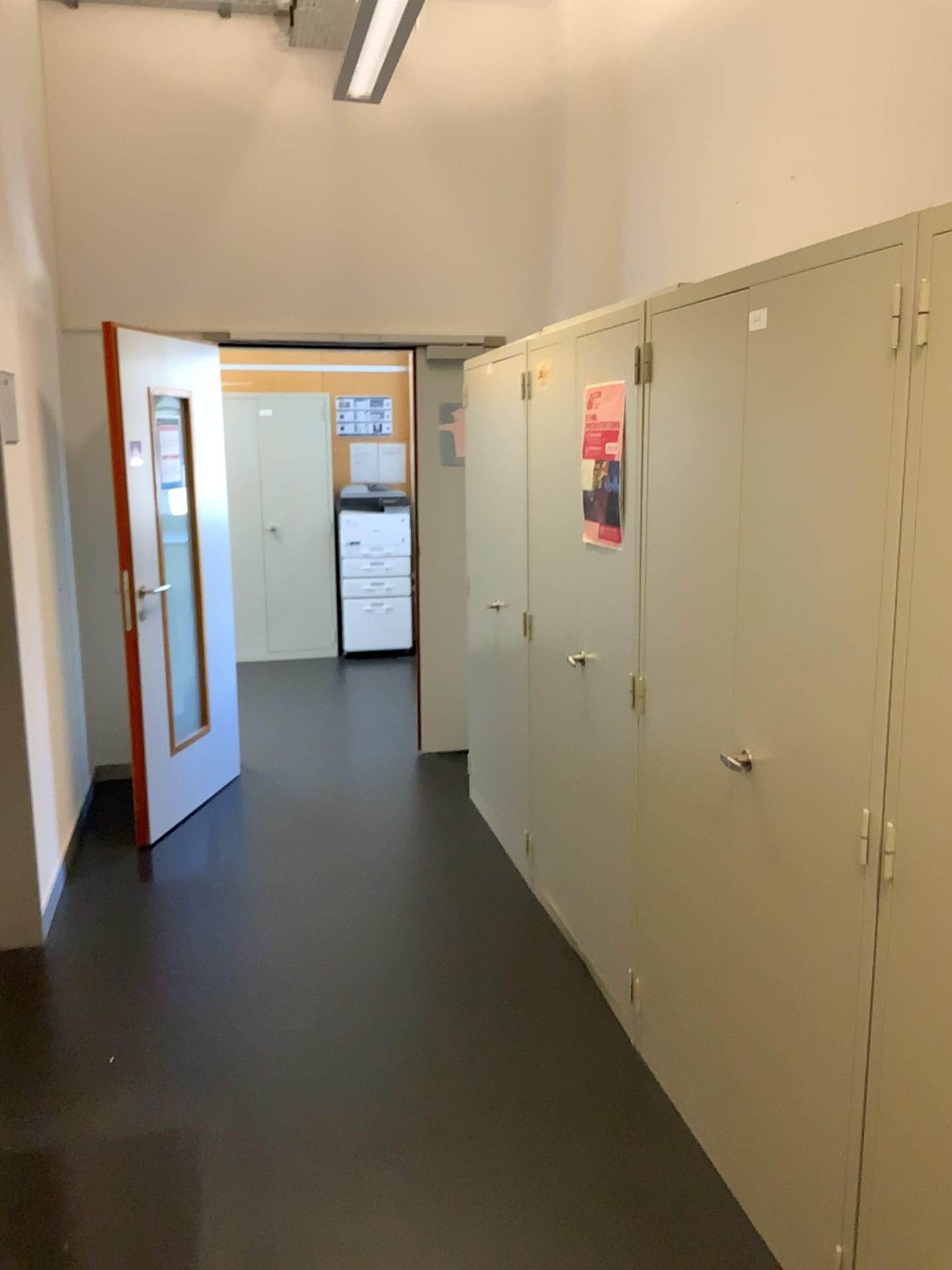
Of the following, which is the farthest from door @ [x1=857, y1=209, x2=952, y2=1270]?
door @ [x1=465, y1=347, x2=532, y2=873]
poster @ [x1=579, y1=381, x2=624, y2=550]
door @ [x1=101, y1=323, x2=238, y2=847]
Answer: door @ [x1=101, y1=323, x2=238, y2=847]

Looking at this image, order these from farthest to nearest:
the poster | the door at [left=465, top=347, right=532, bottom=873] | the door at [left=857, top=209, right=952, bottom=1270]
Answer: the door at [left=465, top=347, right=532, bottom=873] → the poster → the door at [left=857, top=209, right=952, bottom=1270]

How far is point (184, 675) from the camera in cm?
455

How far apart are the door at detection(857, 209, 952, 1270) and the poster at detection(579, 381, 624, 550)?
1.23m

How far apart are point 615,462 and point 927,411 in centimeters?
130cm

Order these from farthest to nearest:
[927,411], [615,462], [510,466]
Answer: [510,466] → [615,462] → [927,411]

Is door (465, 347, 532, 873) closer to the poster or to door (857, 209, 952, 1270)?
the poster

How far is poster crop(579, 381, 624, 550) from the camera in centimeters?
274cm

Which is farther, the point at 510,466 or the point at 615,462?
the point at 510,466

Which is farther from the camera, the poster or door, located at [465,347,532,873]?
door, located at [465,347,532,873]
